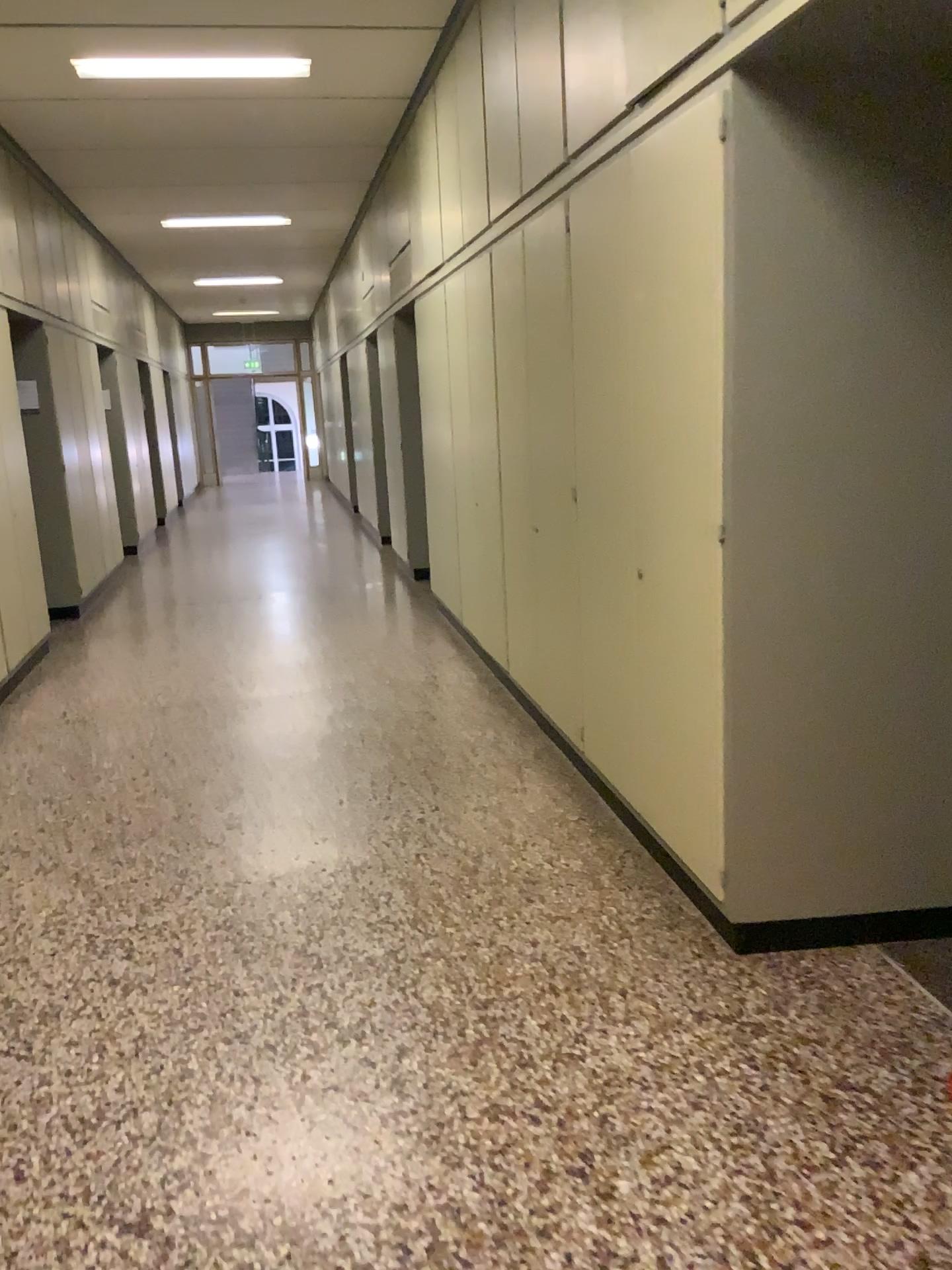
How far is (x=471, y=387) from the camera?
5.39m
